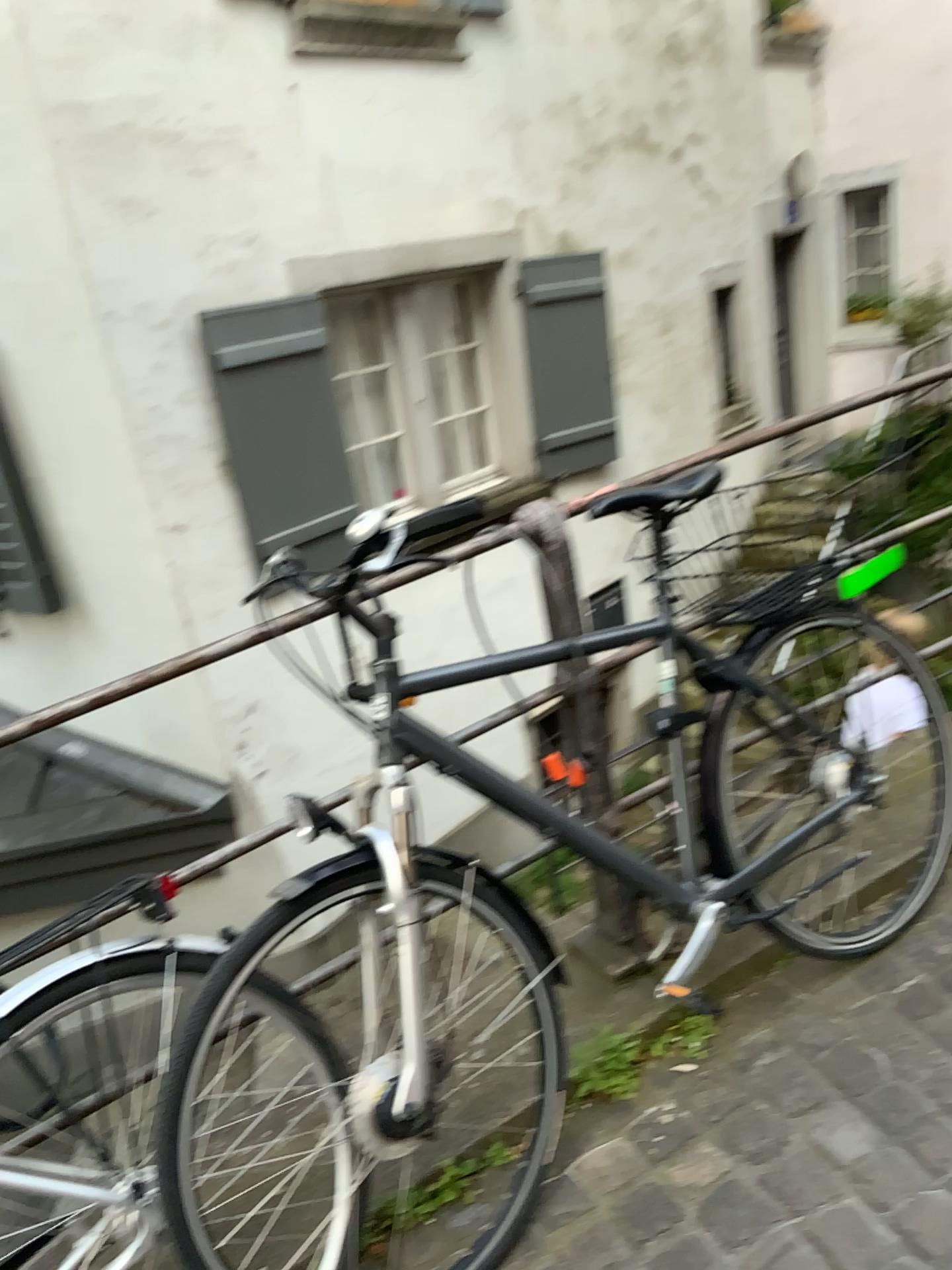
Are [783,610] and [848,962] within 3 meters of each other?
yes

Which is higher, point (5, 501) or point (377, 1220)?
point (5, 501)

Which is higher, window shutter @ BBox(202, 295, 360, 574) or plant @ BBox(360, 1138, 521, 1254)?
window shutter @ BBox(202, 295, 360, 574)

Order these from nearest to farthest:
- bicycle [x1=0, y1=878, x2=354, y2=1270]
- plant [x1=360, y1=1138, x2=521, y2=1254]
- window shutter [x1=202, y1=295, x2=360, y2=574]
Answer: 1. bicycle [x1=0, y1=878, x2=354, y2=1270]
2. plant [x1=360, y1=1138, x2=521, y2=1254]
3. window shutter [x1=202, y1=295, x2=360, y2=574]

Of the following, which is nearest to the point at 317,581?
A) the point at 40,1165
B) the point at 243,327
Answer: the point at 40,1165

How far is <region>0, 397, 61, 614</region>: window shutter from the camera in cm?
460

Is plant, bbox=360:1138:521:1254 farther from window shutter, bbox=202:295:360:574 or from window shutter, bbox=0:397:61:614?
window shutter, bbox=0:397:61:614

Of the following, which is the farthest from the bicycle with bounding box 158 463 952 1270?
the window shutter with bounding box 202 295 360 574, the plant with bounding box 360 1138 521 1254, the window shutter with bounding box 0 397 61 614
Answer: the window shutter with bounding box 0 397 61 614

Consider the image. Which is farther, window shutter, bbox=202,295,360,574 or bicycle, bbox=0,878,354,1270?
window shutter, bbox=202,295,360,574

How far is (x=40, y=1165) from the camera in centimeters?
140cm
